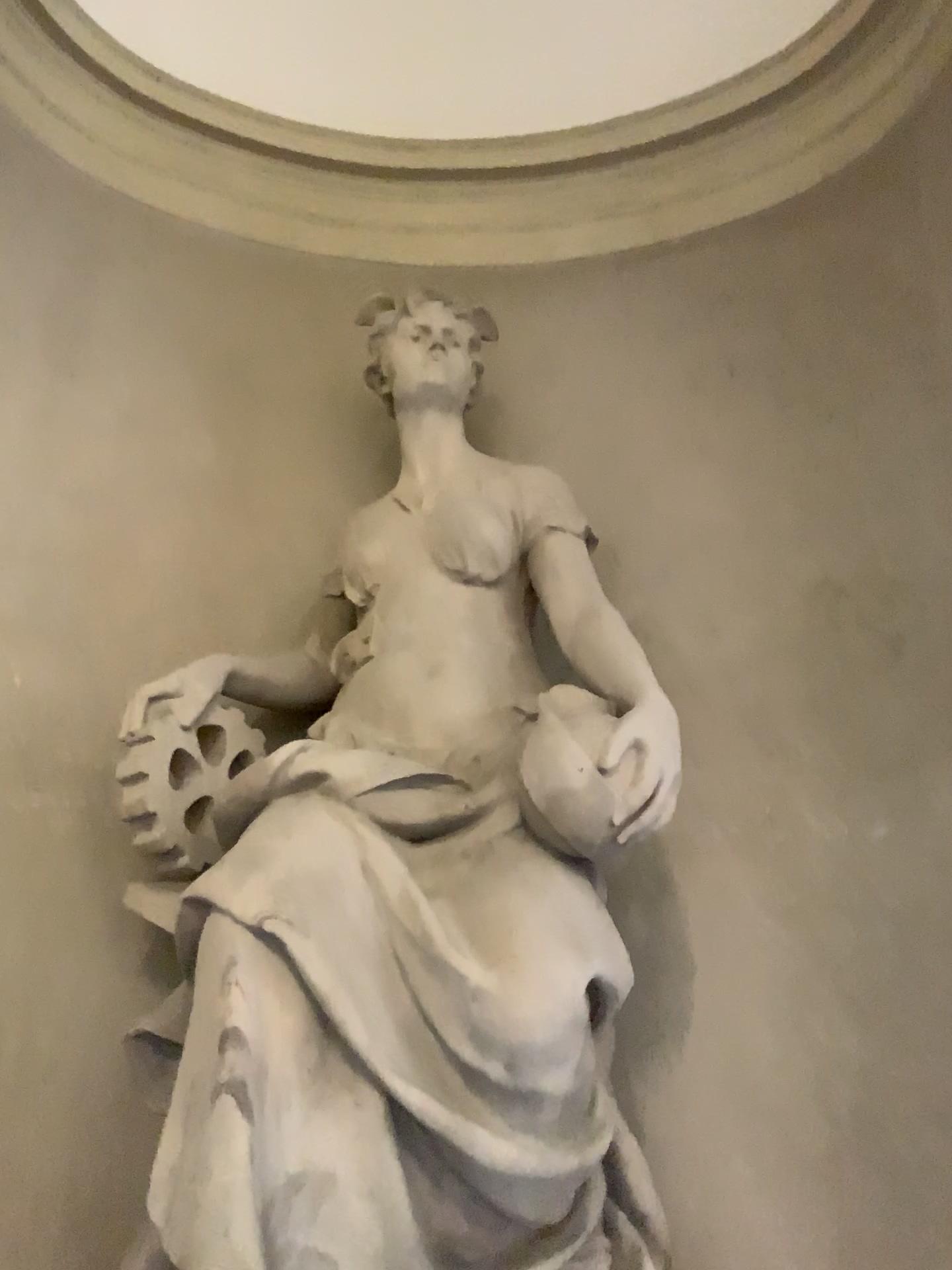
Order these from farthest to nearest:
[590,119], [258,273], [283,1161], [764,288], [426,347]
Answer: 1. [590,119]
2. [258,273]
3. [764,288]
4. [426,347]
5. [283,1161]
